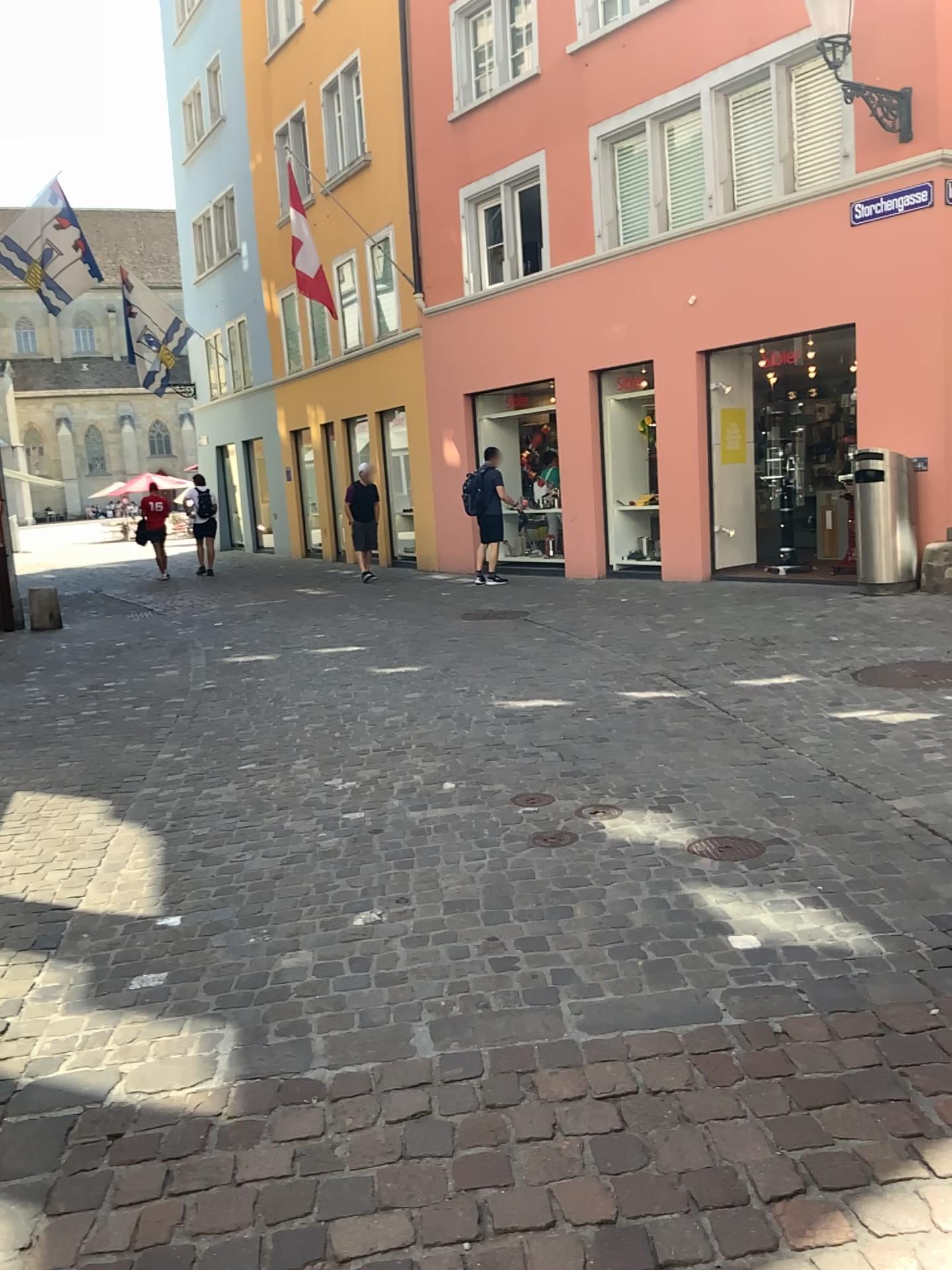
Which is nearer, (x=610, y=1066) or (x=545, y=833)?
(x=610, y=1066)
